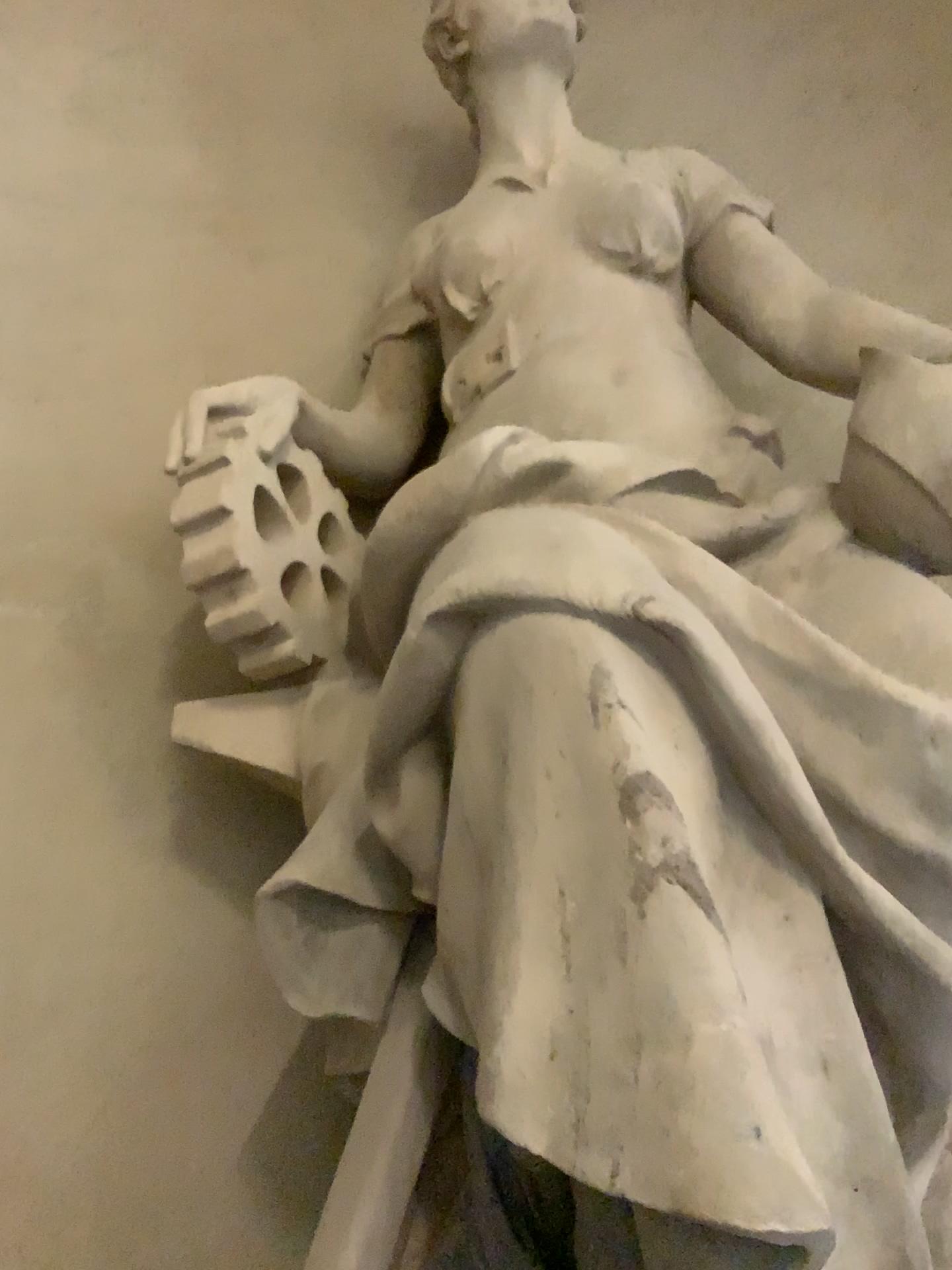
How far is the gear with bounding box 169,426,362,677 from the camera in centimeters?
178cm

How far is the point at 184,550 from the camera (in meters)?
1.78

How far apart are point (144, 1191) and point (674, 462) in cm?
161
